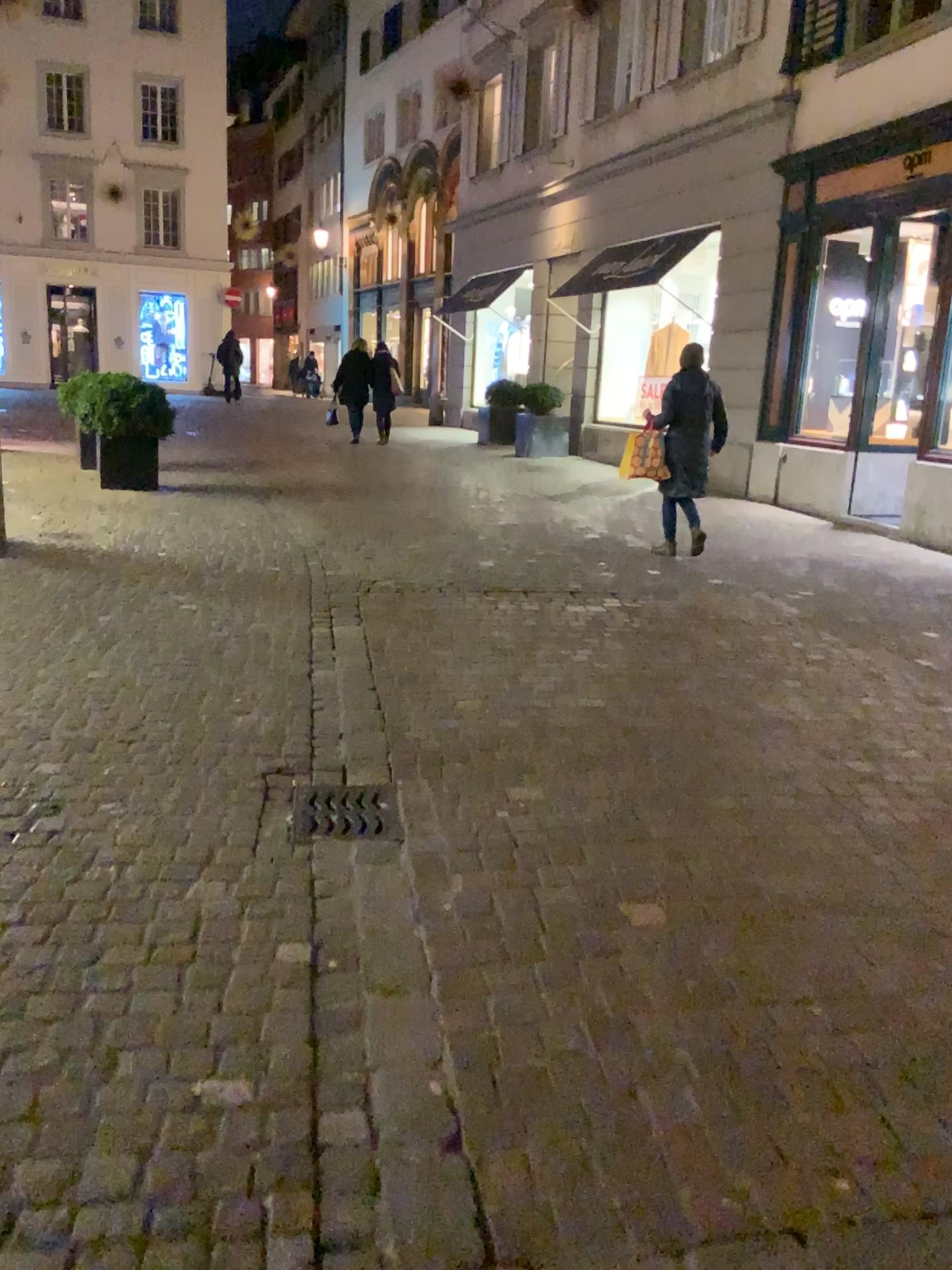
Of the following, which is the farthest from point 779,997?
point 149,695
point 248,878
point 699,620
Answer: point 699,620

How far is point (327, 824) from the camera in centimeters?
310cm

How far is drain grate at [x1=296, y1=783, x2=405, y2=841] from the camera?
3.10m
